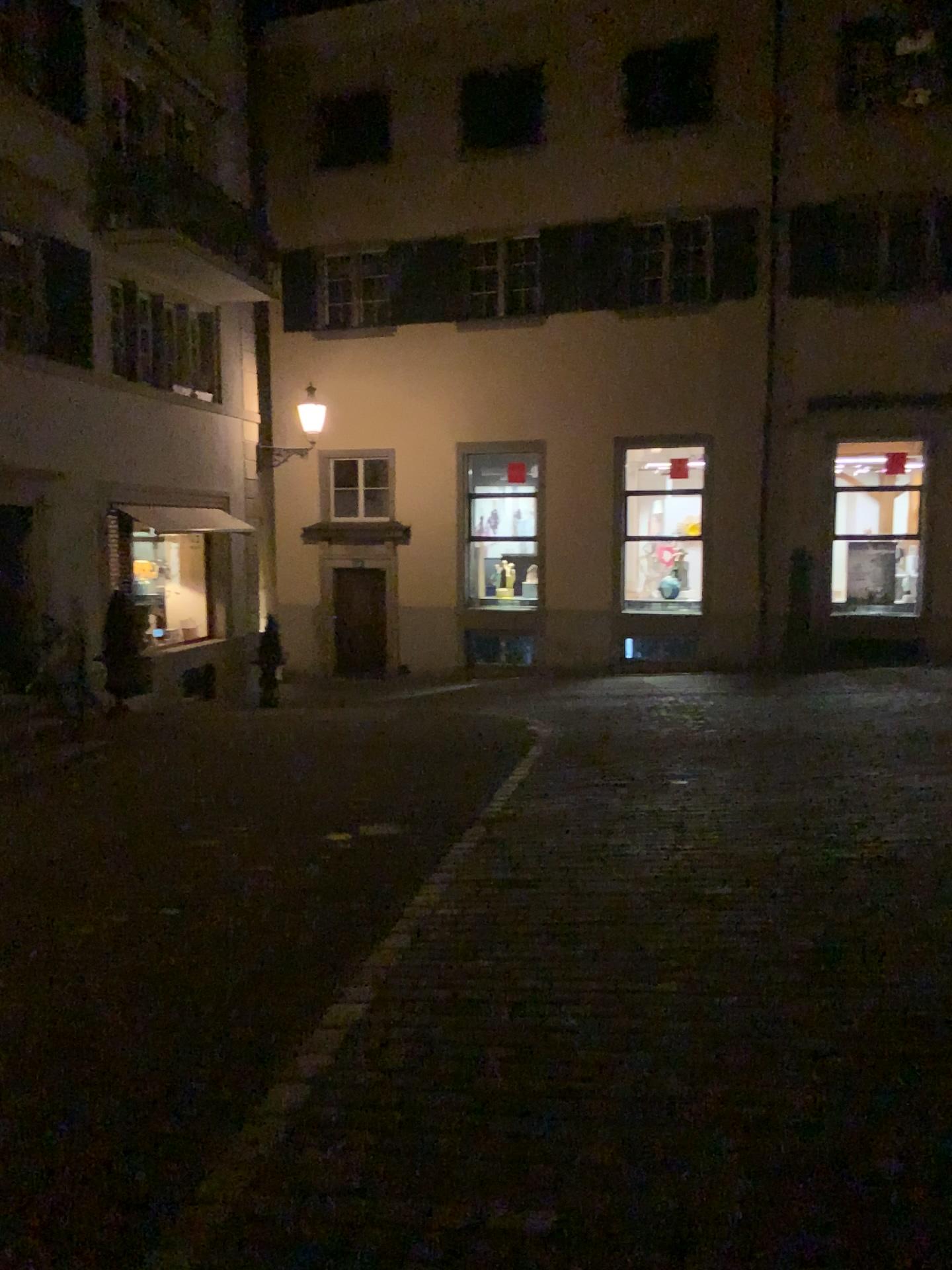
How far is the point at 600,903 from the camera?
4.98m
